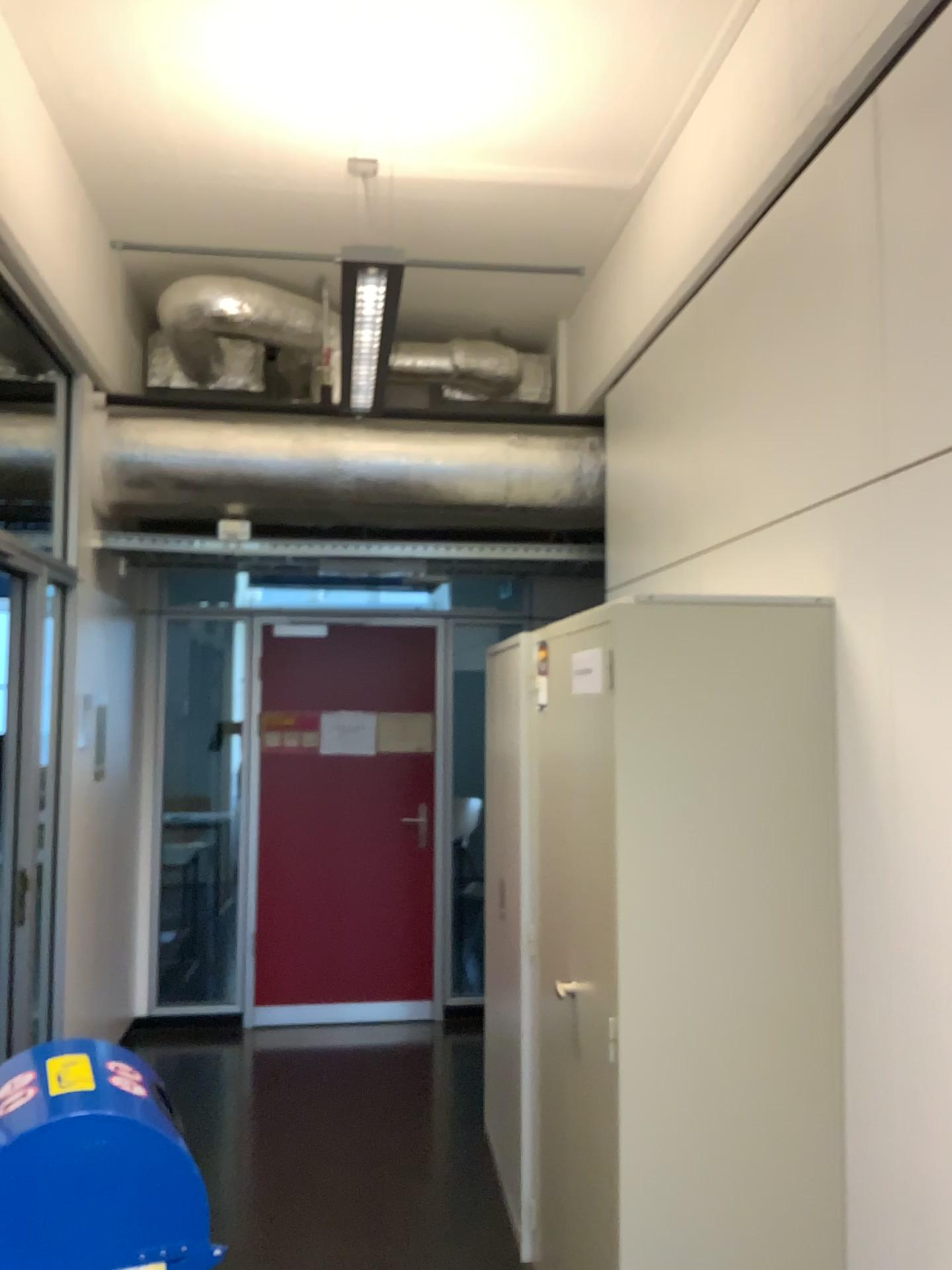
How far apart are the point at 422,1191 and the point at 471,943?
1.3m

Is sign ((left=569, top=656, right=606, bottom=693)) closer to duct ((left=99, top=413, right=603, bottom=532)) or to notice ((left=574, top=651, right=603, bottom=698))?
notice ((left=574, top=651, right=603, bottom=698))

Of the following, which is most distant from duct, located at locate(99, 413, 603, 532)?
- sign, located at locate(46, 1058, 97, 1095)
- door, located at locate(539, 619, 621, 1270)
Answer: sign, located at locate(46, 1058, 97, 1095)

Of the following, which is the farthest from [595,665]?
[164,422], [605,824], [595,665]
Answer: [164,422]

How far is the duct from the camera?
4.4m

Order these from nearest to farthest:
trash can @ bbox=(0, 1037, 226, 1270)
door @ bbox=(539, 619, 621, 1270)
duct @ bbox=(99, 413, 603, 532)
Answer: trash can @ bbox=(0, 1037, 226, 1270), door @ bbox=(539, 619, 621, 1270), duct @ bbox=(99, 413, 603, 532)

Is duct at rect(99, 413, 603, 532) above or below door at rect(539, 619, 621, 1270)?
above

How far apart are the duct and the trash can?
3.1 meters

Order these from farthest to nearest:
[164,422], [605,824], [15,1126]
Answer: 1. [164,422]
2. [605,824]
3. [15,1126]

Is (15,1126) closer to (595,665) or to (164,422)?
(595,665)
